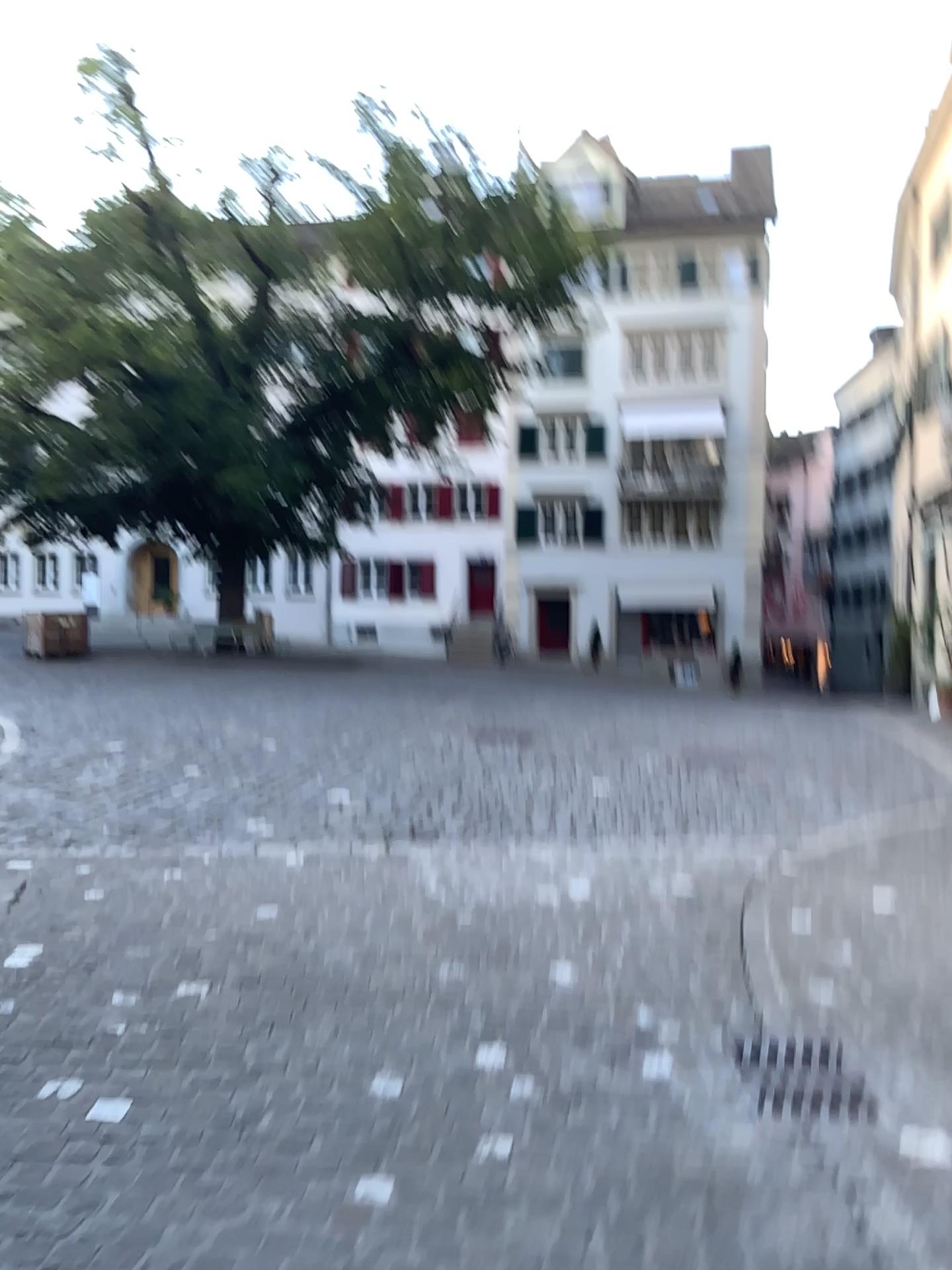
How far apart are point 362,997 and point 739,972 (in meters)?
1.37
